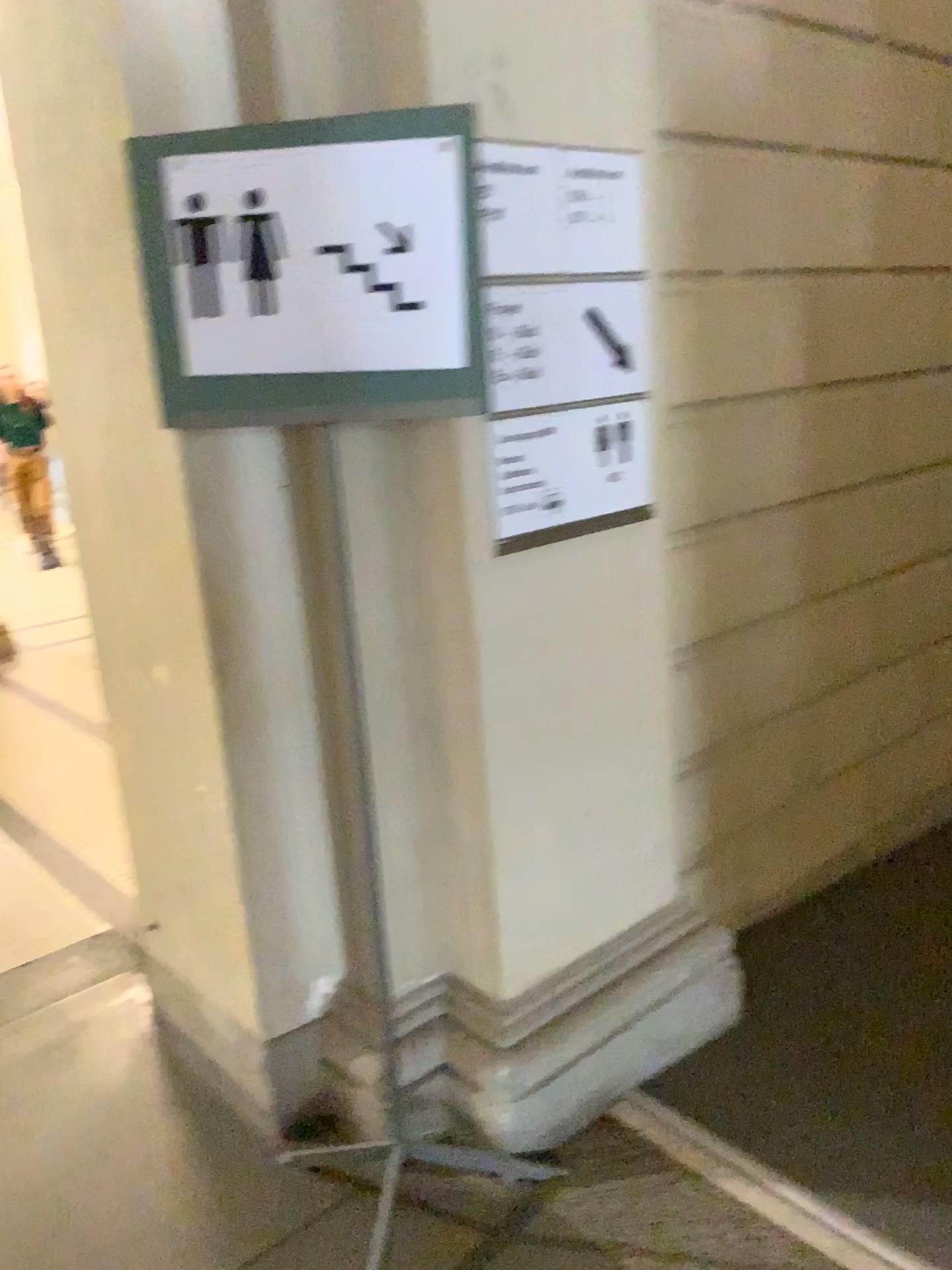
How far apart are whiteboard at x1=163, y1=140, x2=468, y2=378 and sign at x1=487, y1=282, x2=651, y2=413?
0.30m

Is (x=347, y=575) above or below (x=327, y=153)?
below

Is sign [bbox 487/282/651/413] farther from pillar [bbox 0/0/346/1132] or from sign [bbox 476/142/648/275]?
pillar [bbox 0/0/346/1132]

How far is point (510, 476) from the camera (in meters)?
1.86

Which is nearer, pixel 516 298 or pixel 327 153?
pixel 327 153

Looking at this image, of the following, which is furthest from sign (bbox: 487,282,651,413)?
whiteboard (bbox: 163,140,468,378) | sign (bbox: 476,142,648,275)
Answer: whiteboard (bbox: 163,140,468,378)

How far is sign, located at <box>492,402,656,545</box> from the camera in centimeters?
186cm

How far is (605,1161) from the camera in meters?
2.0

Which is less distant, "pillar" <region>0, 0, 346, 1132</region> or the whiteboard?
the whiteboard

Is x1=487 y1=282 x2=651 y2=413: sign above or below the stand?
above
